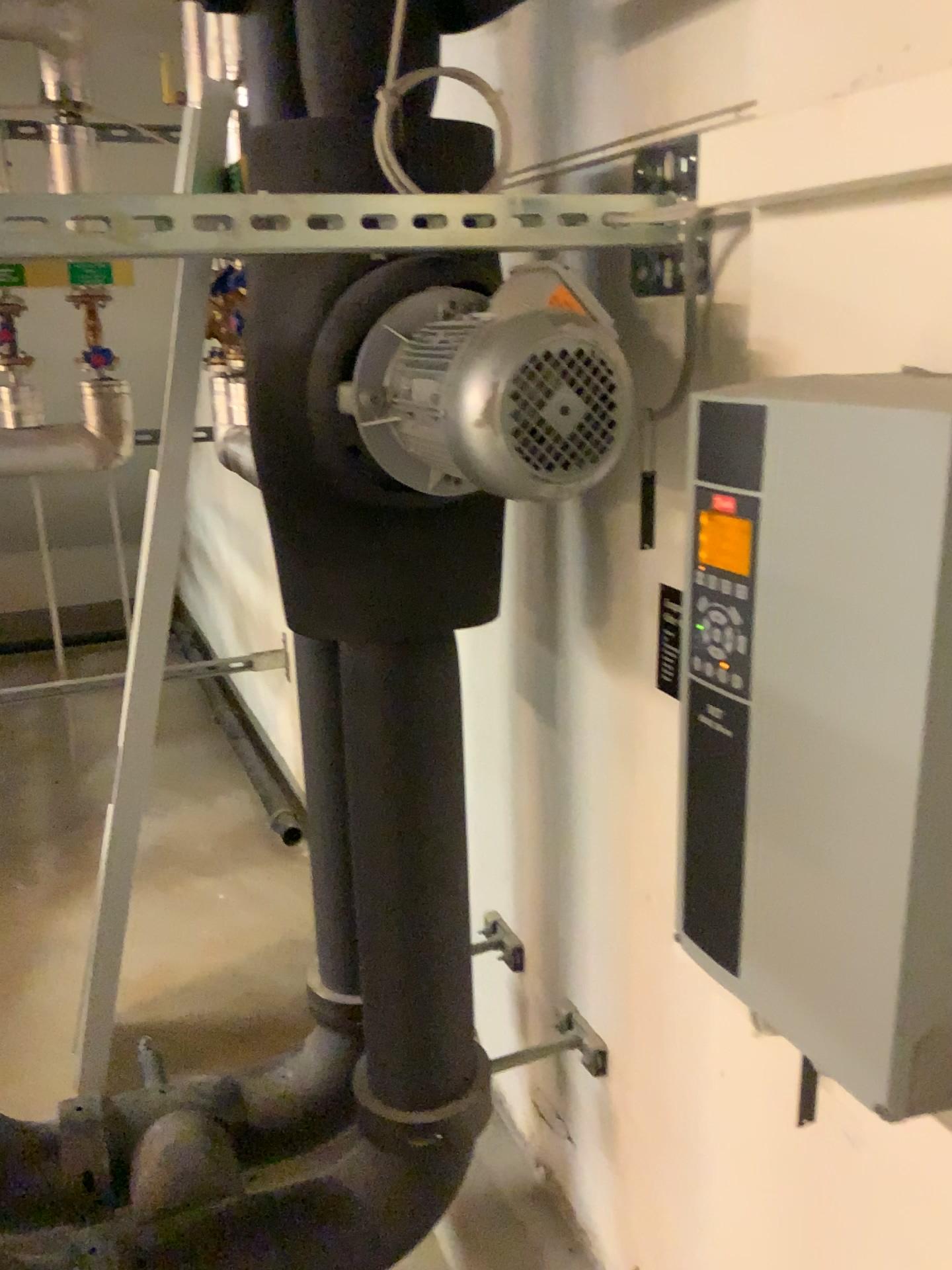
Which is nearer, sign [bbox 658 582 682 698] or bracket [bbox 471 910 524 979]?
sign [bbox 658 582 682 698]

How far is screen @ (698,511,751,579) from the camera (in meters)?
0.66

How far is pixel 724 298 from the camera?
1.0 meters

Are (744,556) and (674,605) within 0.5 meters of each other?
yes

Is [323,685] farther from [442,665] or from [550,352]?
[550,352]

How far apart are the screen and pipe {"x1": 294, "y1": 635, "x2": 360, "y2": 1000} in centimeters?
65cm

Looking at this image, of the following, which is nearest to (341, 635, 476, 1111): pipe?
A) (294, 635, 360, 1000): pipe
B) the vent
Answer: (294, 635, 360, 1000): pipe

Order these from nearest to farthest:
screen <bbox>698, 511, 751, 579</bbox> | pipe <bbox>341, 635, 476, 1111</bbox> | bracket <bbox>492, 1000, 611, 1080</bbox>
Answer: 1. screen <bbox>698, 511, 751, 579</bbox>
2. pipe <bbox>341, 635, 476, 1111</bbox>
3. bracket <bbox>492, 1000, 611, 1080</bbox>

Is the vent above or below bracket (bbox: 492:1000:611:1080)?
above

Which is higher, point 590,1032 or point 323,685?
point 323,685
